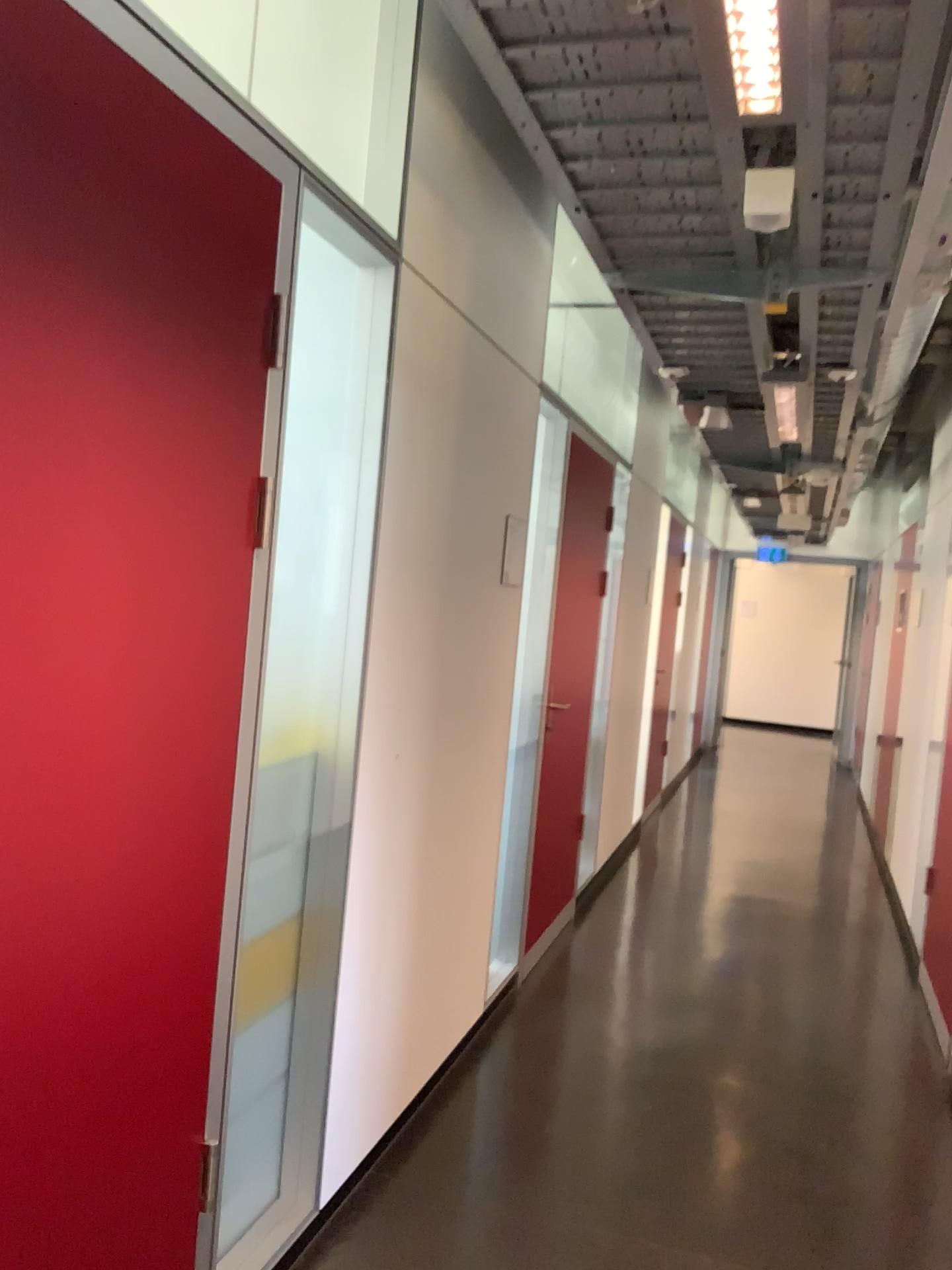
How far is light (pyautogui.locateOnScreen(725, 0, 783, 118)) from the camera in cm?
144

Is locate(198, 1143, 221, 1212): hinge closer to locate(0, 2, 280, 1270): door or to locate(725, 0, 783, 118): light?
locate(0, 2, 280, 1270): door

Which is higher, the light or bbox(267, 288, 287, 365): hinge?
the light

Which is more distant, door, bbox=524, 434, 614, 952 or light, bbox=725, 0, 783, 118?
door, bbox=524, 434, 614, 952

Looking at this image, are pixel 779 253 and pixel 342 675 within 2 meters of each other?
yes

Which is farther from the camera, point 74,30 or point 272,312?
point 272,312

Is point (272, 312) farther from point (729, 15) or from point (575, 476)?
point (575, 476)

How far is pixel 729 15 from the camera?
1.4m

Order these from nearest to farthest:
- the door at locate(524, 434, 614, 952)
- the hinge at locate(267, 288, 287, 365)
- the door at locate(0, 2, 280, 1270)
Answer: the door at locate(0, 2, 280, 1270) < the hinge at locate(267, 288, 287, 365) < the door at locate(524, 434, 614, 952)

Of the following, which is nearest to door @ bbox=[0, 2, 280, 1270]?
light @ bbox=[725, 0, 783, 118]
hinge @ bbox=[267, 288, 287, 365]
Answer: hinge @ bbox=[267, 288, 287, 365]
